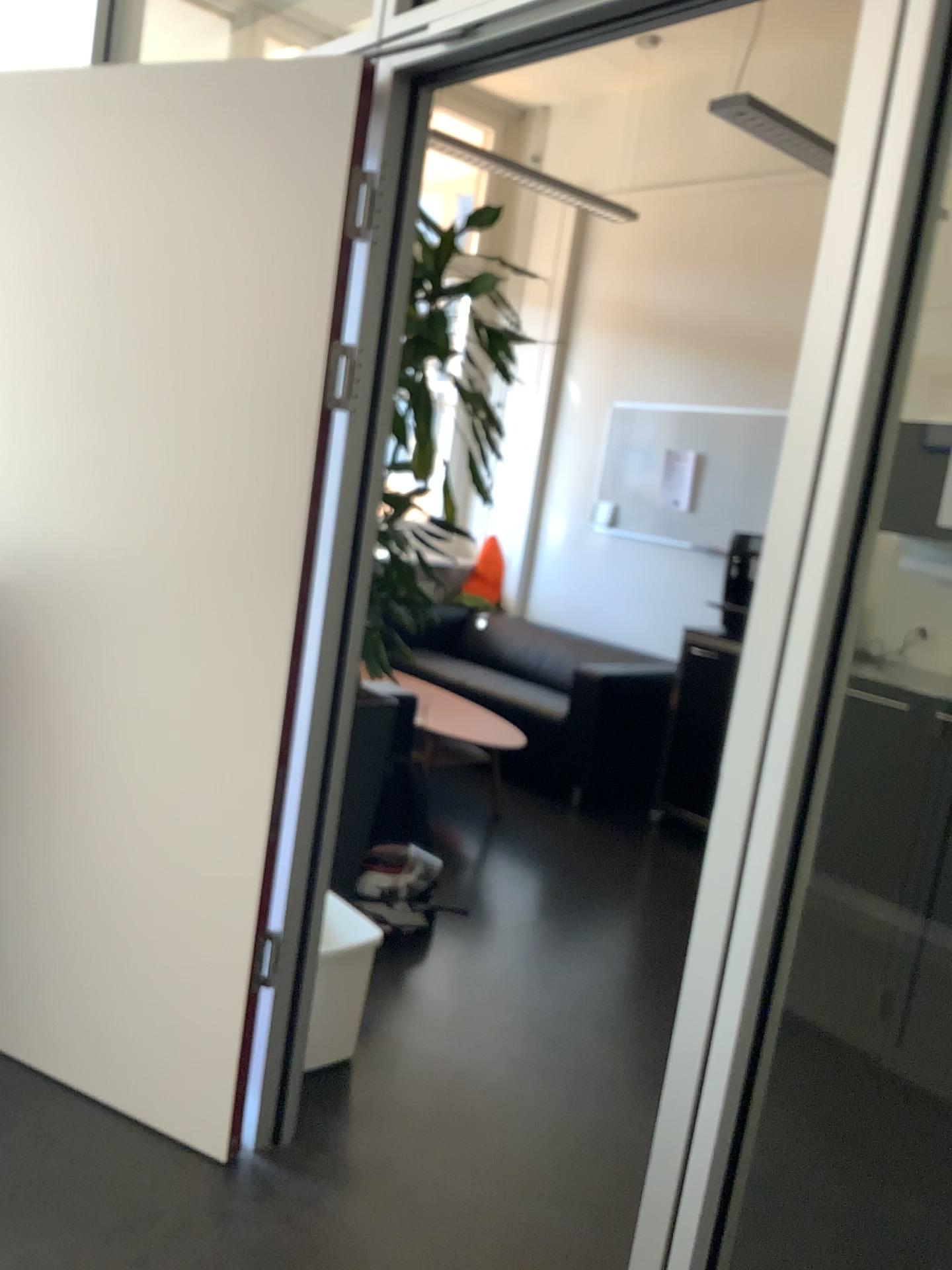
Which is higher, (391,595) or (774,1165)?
(391,595)

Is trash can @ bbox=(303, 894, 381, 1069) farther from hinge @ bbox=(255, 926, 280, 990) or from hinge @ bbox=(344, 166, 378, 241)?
hinge @ bbox=(344, 166, 378, 241)

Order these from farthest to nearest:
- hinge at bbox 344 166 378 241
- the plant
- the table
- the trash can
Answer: the table, the plant, the trash can, hinge at bbox 344 166 378 241

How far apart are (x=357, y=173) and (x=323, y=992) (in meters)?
1.68

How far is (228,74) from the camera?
1.96m

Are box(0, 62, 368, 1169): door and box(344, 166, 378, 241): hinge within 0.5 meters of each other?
yes

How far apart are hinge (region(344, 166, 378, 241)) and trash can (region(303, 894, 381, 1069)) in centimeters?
143cm

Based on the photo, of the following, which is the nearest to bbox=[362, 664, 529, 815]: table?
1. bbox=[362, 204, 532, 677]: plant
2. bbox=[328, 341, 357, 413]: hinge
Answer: bbox=[362, 204, 532, 677]: plant

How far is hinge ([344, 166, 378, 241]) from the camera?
1.9 meters

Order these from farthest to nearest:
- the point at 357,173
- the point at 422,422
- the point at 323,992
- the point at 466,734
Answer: the point at 466,734
the point at 422,422
the point at 323,992
the point at 357,173
